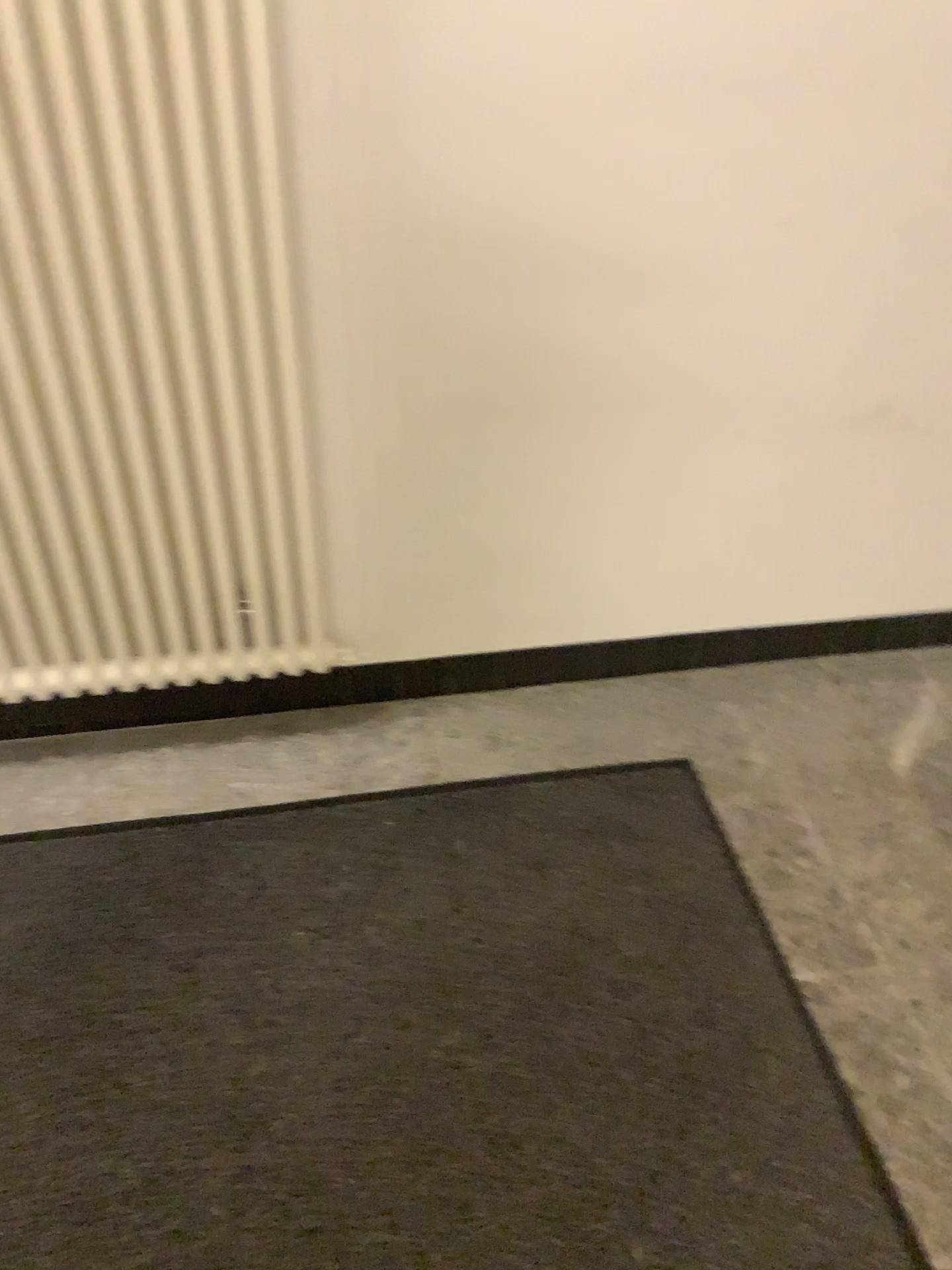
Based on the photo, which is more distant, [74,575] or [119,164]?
[74,575]

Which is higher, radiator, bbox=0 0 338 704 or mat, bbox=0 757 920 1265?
radiator, bbox=0 0 338 704

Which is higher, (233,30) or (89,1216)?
(233,30)
